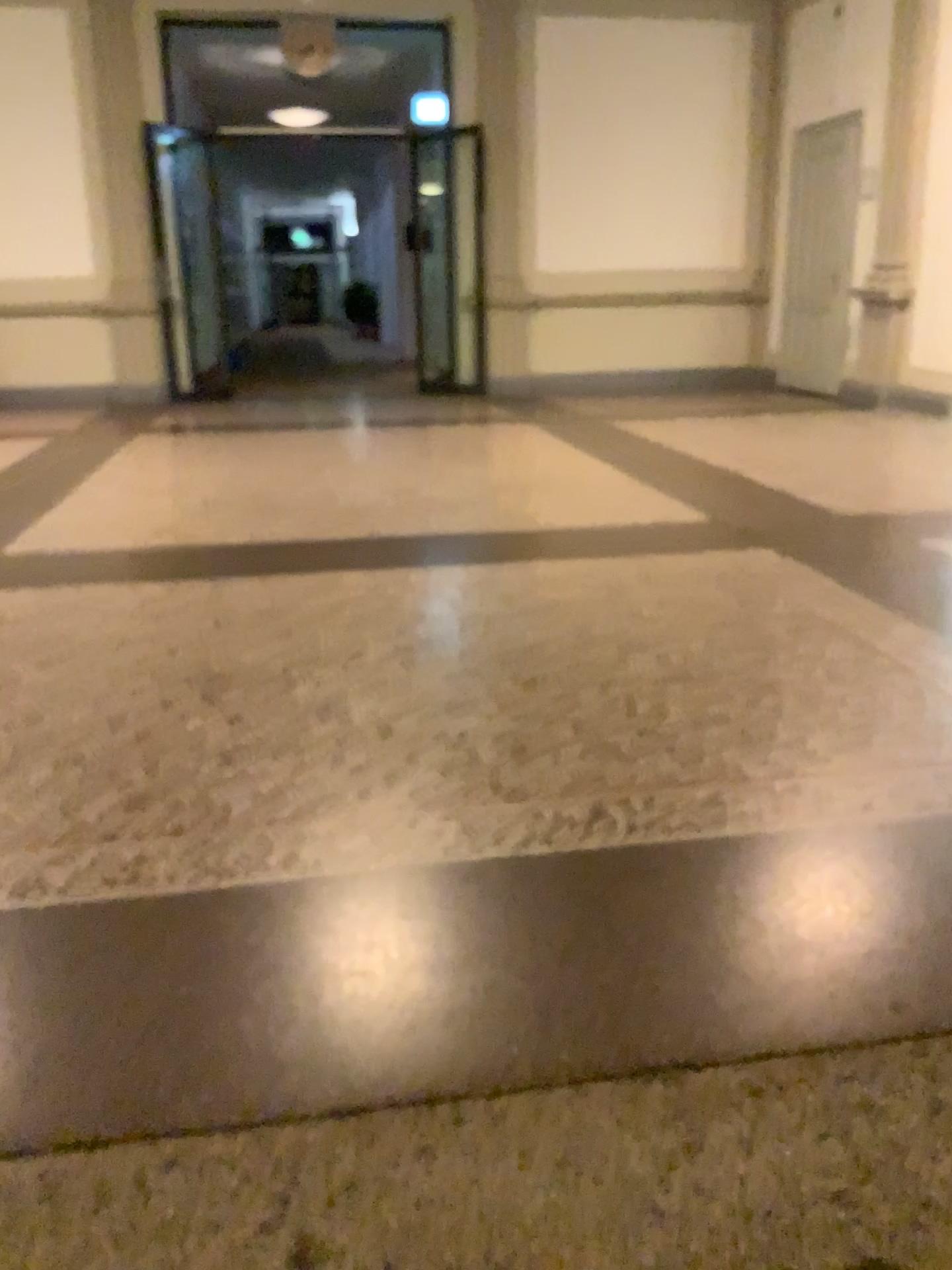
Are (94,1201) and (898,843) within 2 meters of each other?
yes
